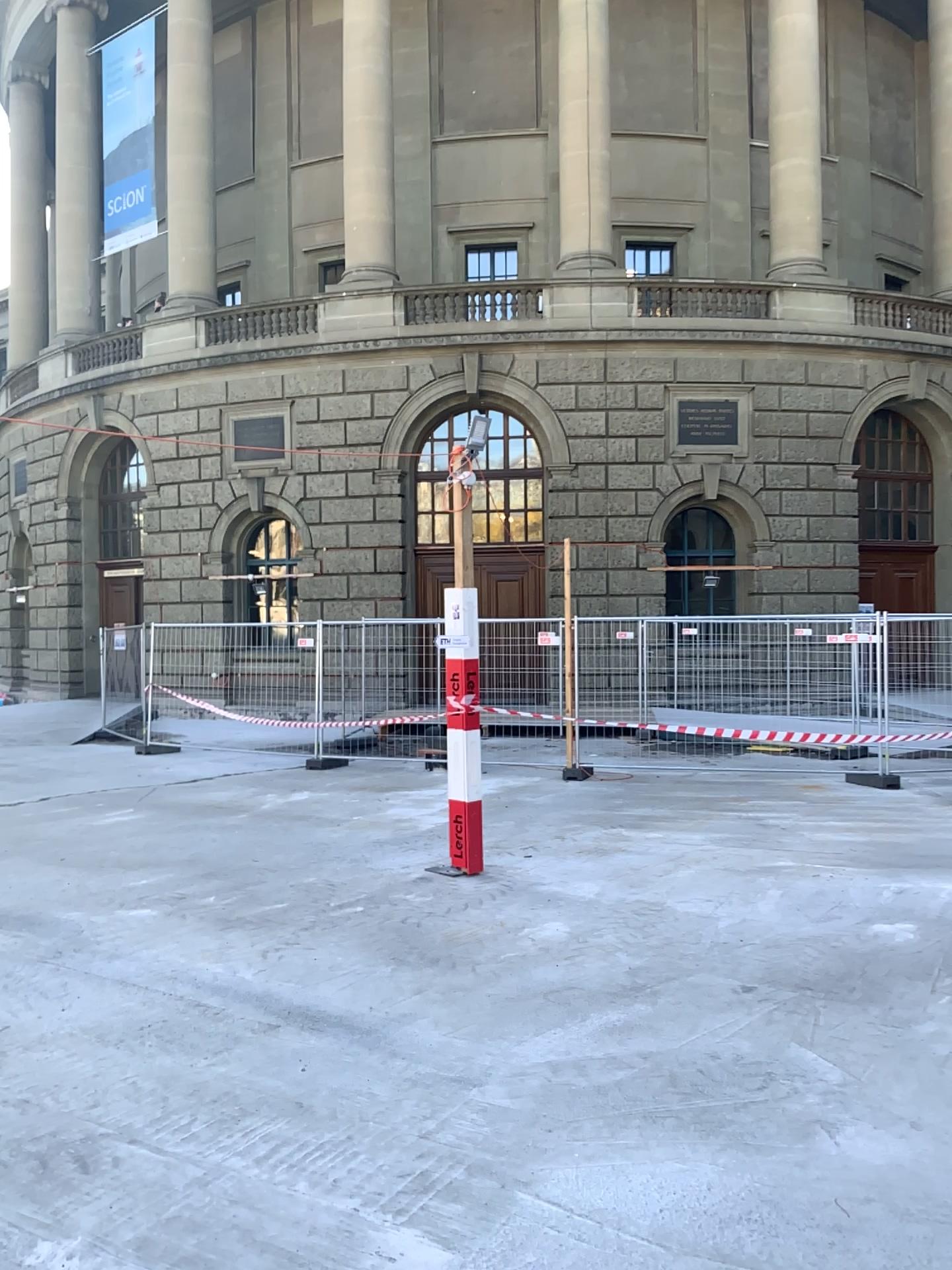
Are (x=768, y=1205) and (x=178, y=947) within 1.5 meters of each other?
no
